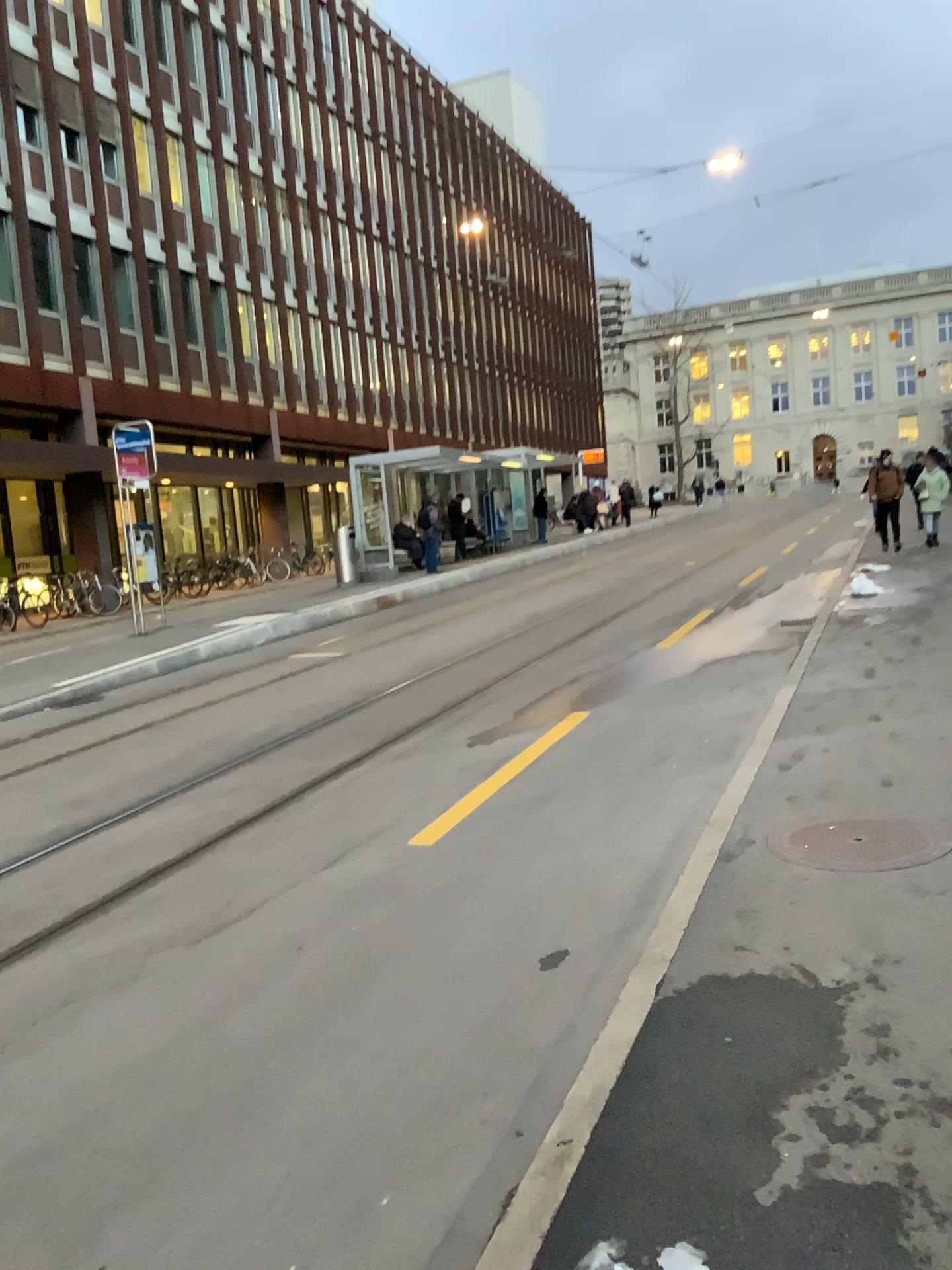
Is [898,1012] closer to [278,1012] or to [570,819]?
[278,1012]
